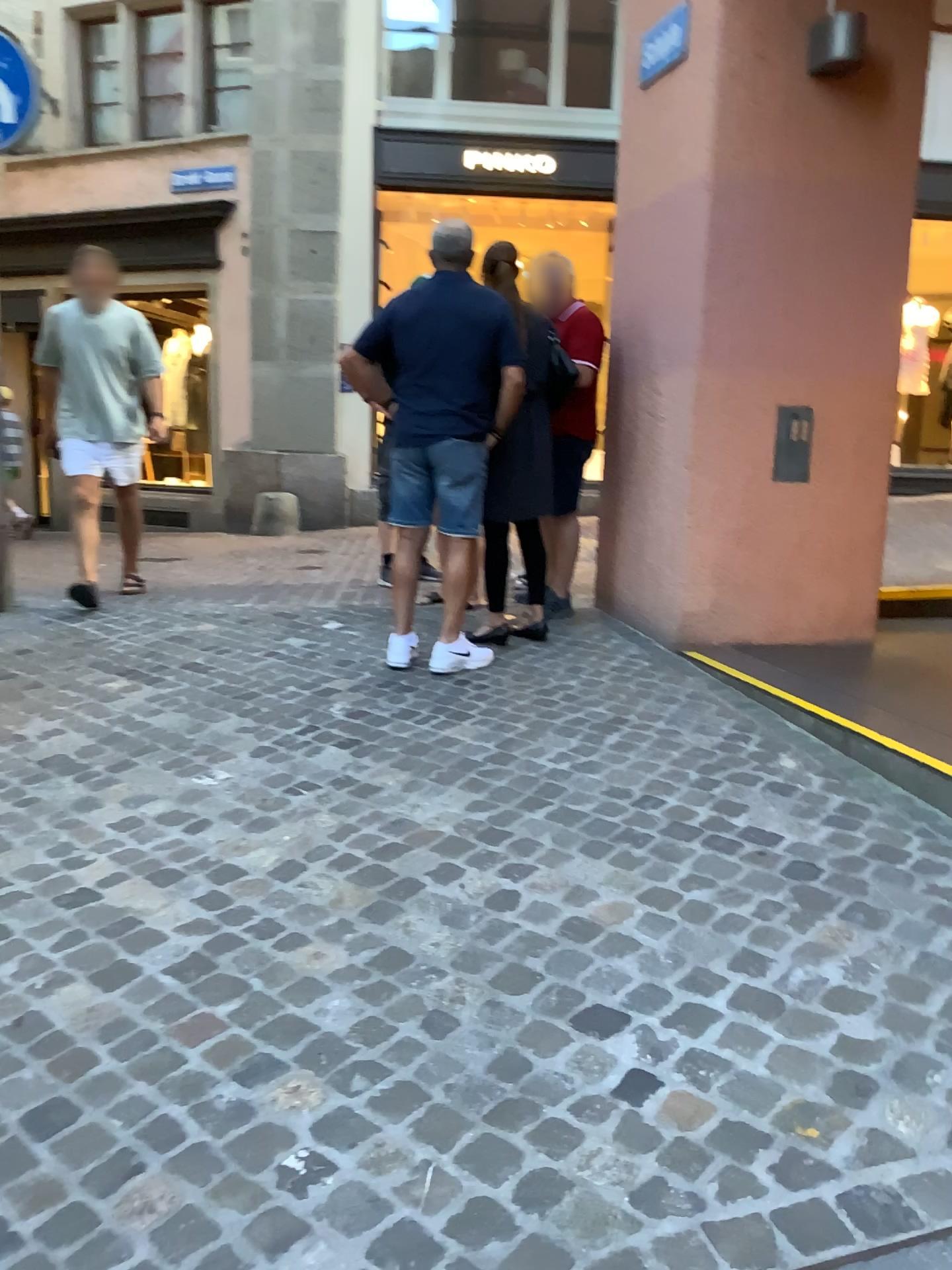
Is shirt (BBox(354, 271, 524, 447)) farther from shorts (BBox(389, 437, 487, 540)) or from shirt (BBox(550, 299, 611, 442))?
shirt (BBox(550, 299, 611, 442))

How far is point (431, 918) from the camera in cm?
237

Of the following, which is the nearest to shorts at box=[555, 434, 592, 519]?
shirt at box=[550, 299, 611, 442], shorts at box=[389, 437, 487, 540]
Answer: shirt at box=[550, 299, 611, 442]

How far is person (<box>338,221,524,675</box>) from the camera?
4.0m

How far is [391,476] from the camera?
4.16m

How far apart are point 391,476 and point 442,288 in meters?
0.7

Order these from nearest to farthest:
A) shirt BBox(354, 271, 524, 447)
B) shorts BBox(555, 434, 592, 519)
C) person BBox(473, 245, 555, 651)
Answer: shirt BBox(354, 271, 524, 447) → person BBox(473, 245, 555, 651) → shorts BBox(555, 434, 592, 519)

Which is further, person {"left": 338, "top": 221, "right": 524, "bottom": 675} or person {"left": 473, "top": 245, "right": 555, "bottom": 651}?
person {"left": 473, "top": 245, "right": 555, "bottom": 651}

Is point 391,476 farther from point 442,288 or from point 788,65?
point 788,65

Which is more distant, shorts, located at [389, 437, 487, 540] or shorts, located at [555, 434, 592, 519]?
shorts, located at [555, 434, 592, 519]
